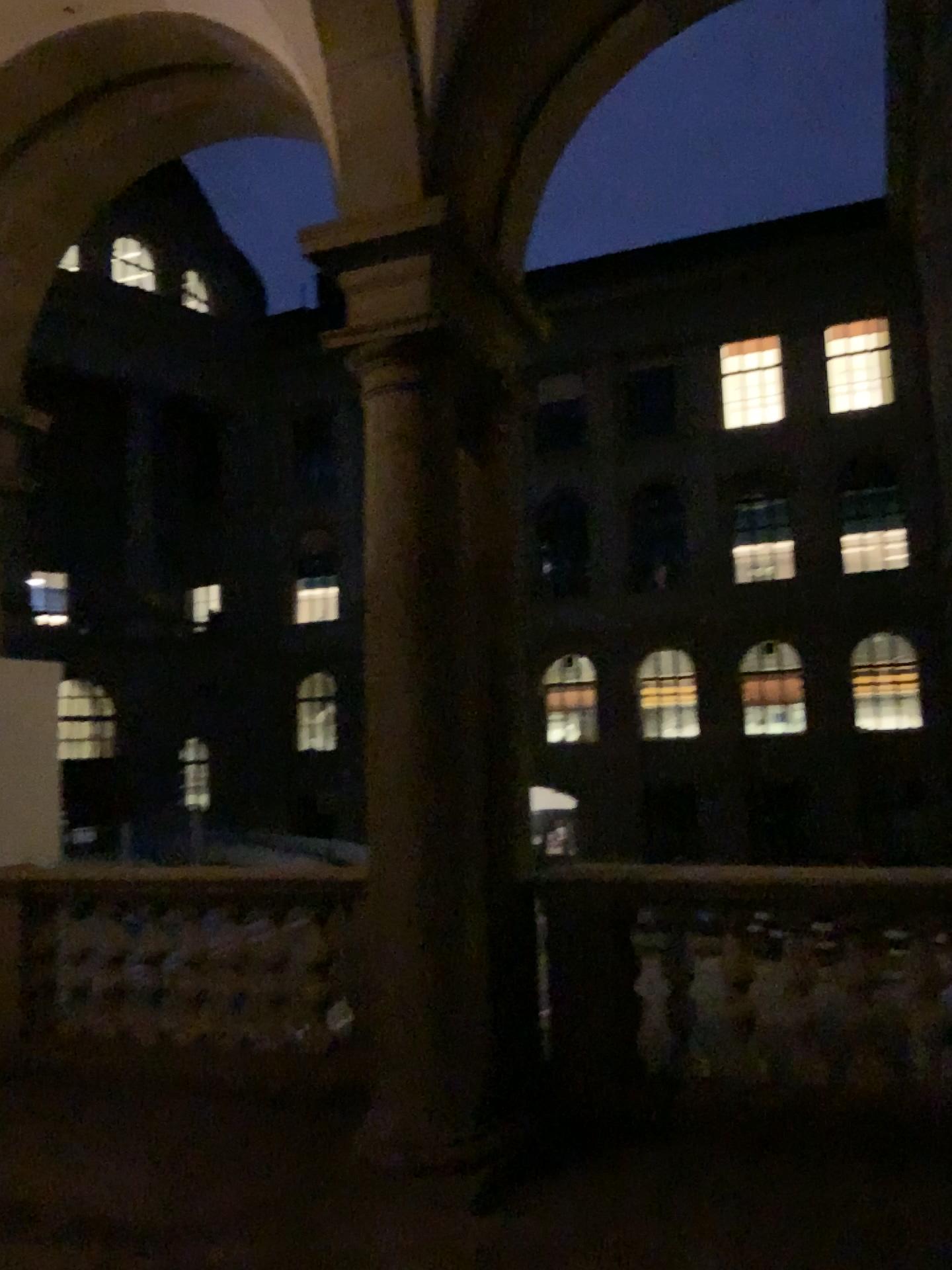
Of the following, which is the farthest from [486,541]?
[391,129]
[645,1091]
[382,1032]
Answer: [645,1091]
